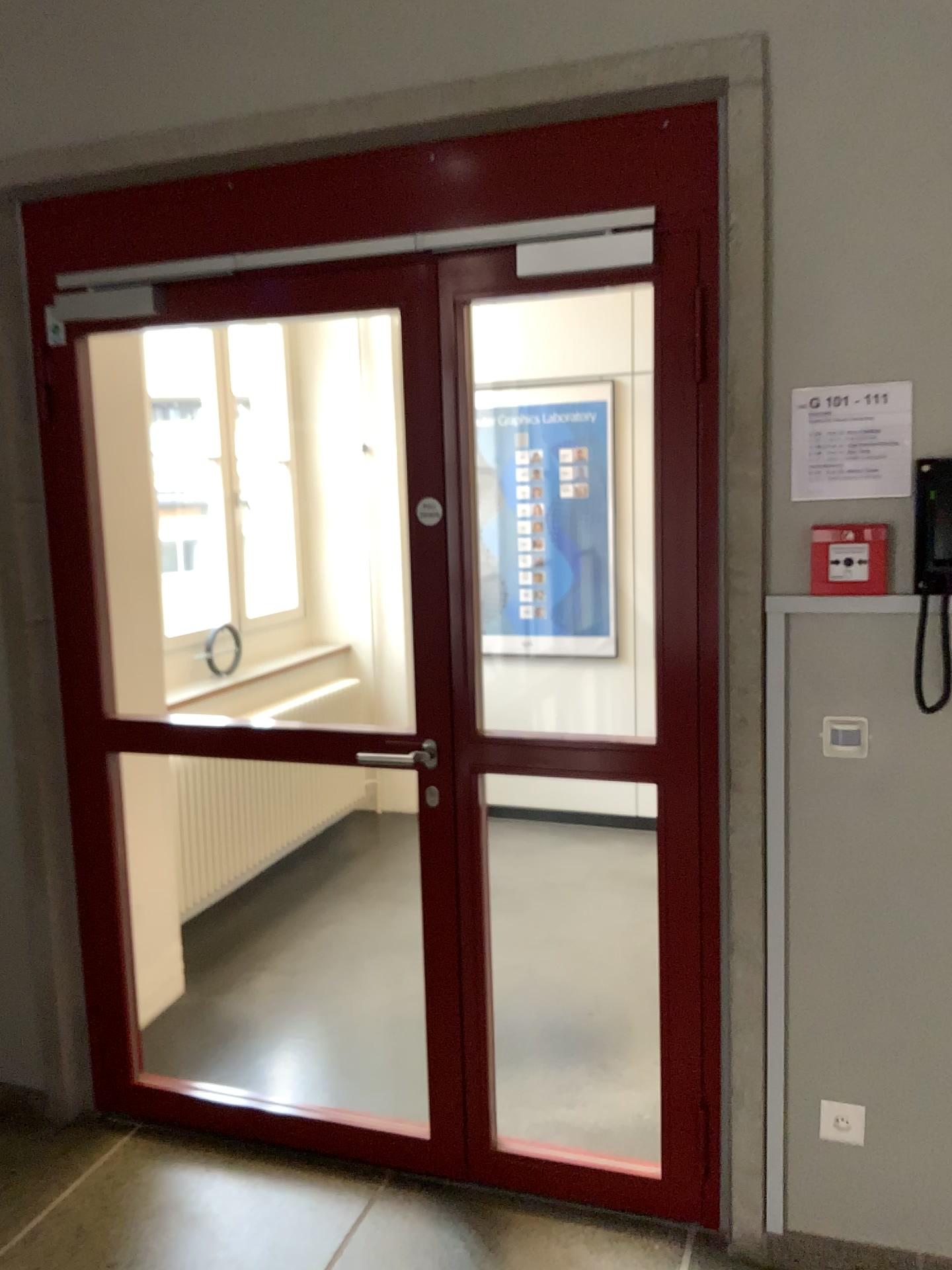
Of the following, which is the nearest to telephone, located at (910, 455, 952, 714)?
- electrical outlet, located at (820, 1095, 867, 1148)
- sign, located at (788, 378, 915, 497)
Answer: sign, located at (788, 378, 915, 497)

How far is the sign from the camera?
2.0 meters

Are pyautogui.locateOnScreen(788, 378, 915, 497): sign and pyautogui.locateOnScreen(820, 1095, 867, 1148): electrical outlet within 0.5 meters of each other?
no

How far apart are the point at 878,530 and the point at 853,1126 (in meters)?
1.22

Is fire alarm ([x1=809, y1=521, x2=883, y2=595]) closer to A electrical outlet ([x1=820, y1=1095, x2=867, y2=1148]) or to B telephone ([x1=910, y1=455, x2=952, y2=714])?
B telephone ([x1=910, y1=455, x2=952, y2=714])

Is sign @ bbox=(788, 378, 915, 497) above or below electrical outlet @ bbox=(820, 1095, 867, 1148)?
above

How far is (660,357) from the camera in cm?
216

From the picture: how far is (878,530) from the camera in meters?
2.0

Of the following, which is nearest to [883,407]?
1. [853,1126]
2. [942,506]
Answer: [942,506]

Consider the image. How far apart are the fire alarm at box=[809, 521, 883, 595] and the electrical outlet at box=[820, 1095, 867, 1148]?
1.1 meters
